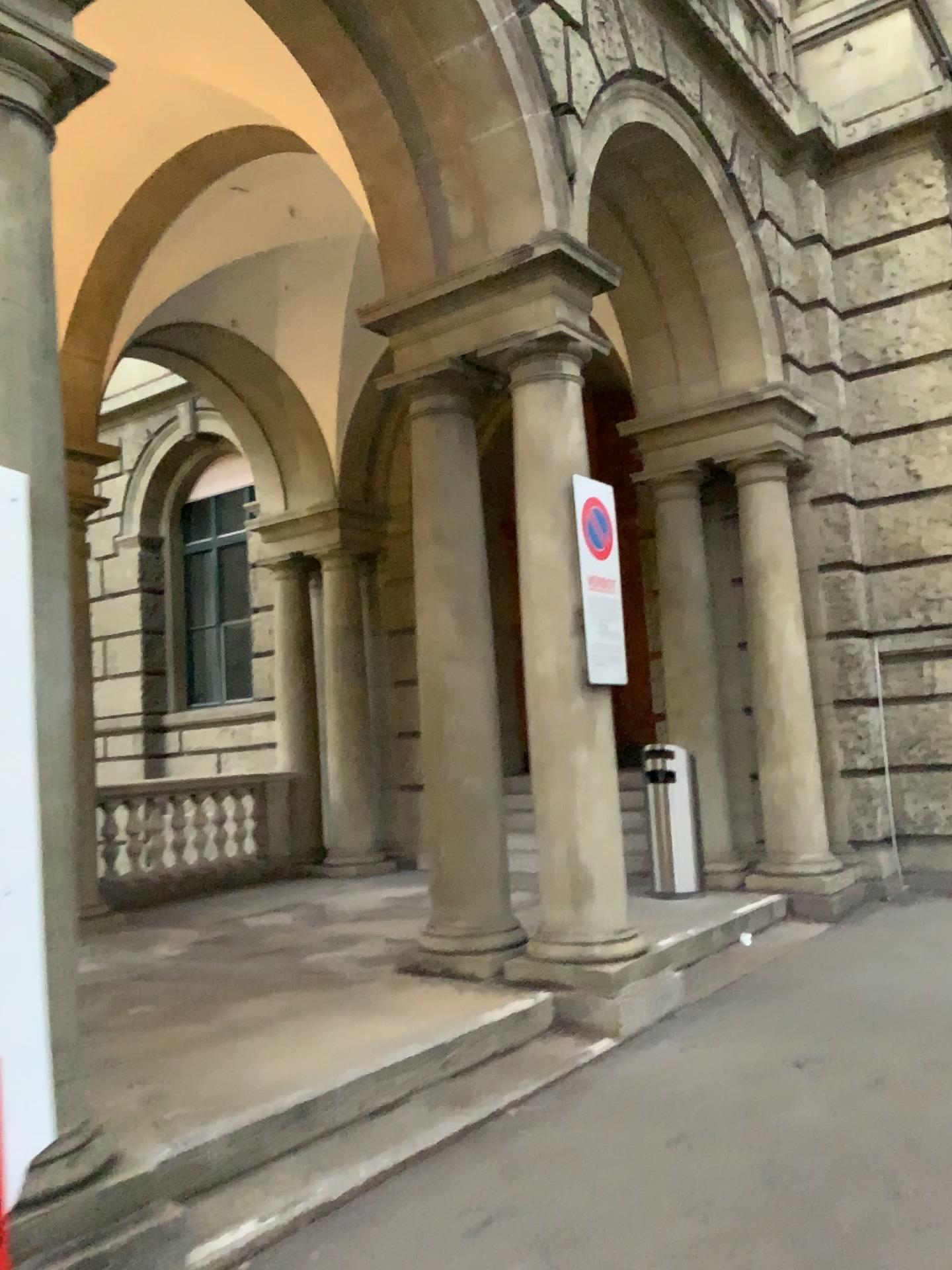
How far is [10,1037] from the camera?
2.51m

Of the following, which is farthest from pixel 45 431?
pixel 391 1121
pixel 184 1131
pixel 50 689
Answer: pixel 391 1121

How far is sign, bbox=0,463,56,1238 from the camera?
2.51m

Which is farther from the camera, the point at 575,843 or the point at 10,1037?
the point at 575,843

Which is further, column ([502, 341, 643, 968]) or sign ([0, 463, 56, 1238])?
column ([502, 341, 643, 968])
